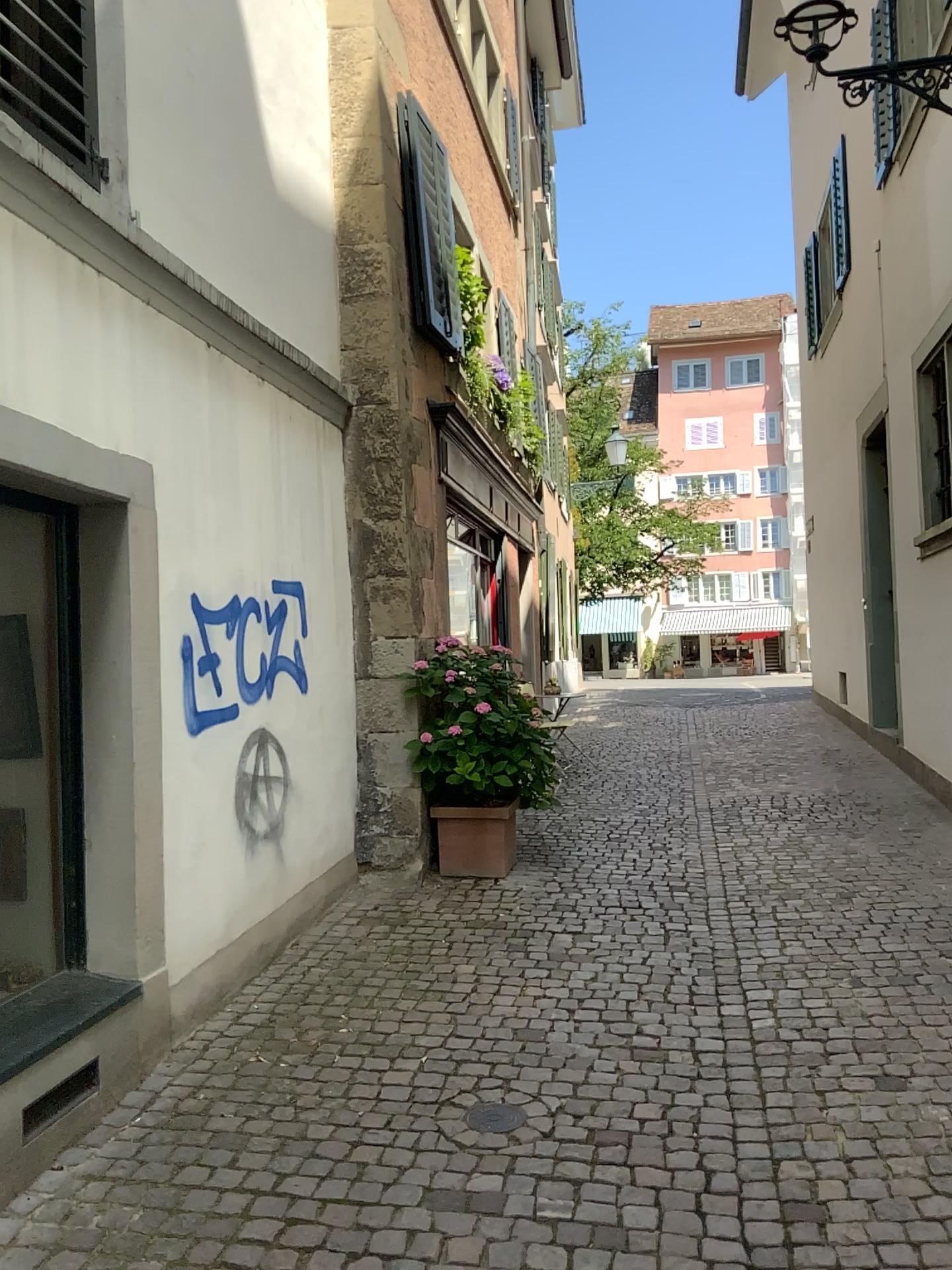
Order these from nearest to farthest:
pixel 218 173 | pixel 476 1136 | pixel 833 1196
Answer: pixel 833 1196 < pixel 476 1136 < pixel 218 173

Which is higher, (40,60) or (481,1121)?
(40,60)

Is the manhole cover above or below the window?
below
